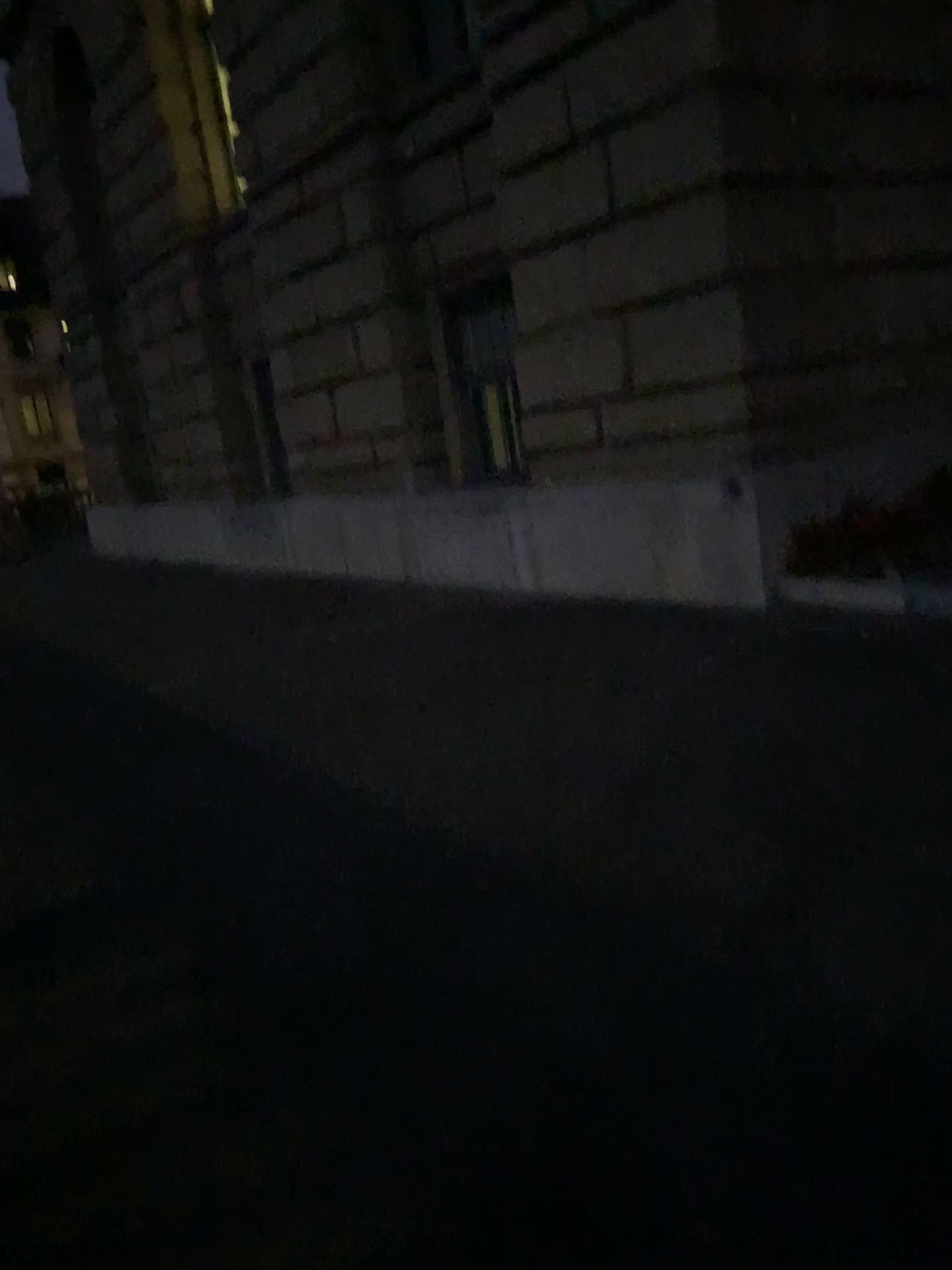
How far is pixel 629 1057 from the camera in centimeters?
219cm
